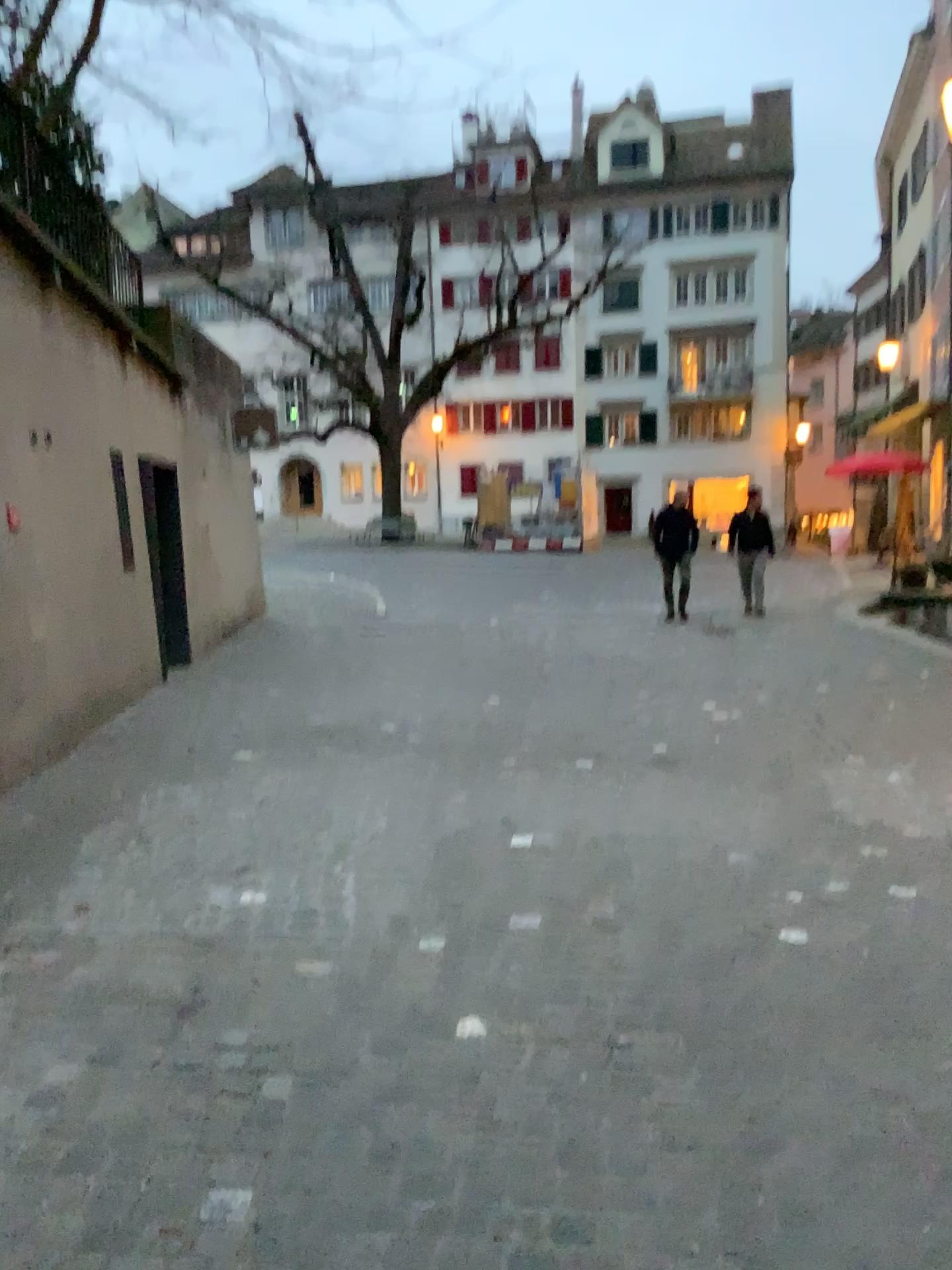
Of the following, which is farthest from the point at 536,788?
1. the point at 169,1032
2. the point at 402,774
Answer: the point at 169,1032
